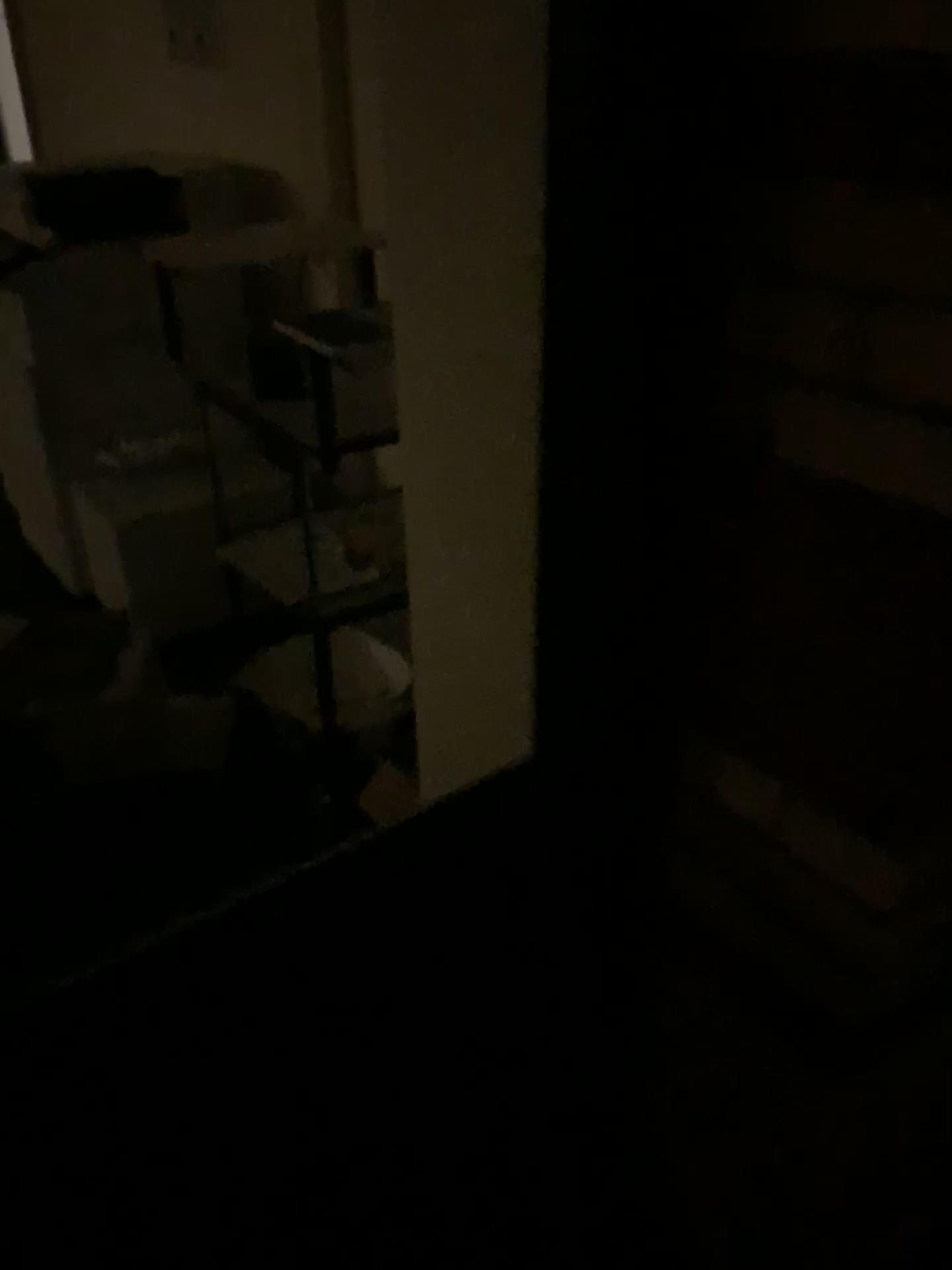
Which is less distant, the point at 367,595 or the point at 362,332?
the point at 362,332

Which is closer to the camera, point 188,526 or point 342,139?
point 342,139

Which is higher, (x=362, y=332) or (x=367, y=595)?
(x=362, y=332)

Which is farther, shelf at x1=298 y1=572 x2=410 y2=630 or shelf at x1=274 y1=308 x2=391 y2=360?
shelf at x1=298 y1=572 x2=410 y2=630

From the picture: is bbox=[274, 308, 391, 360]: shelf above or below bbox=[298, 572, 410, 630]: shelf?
above
